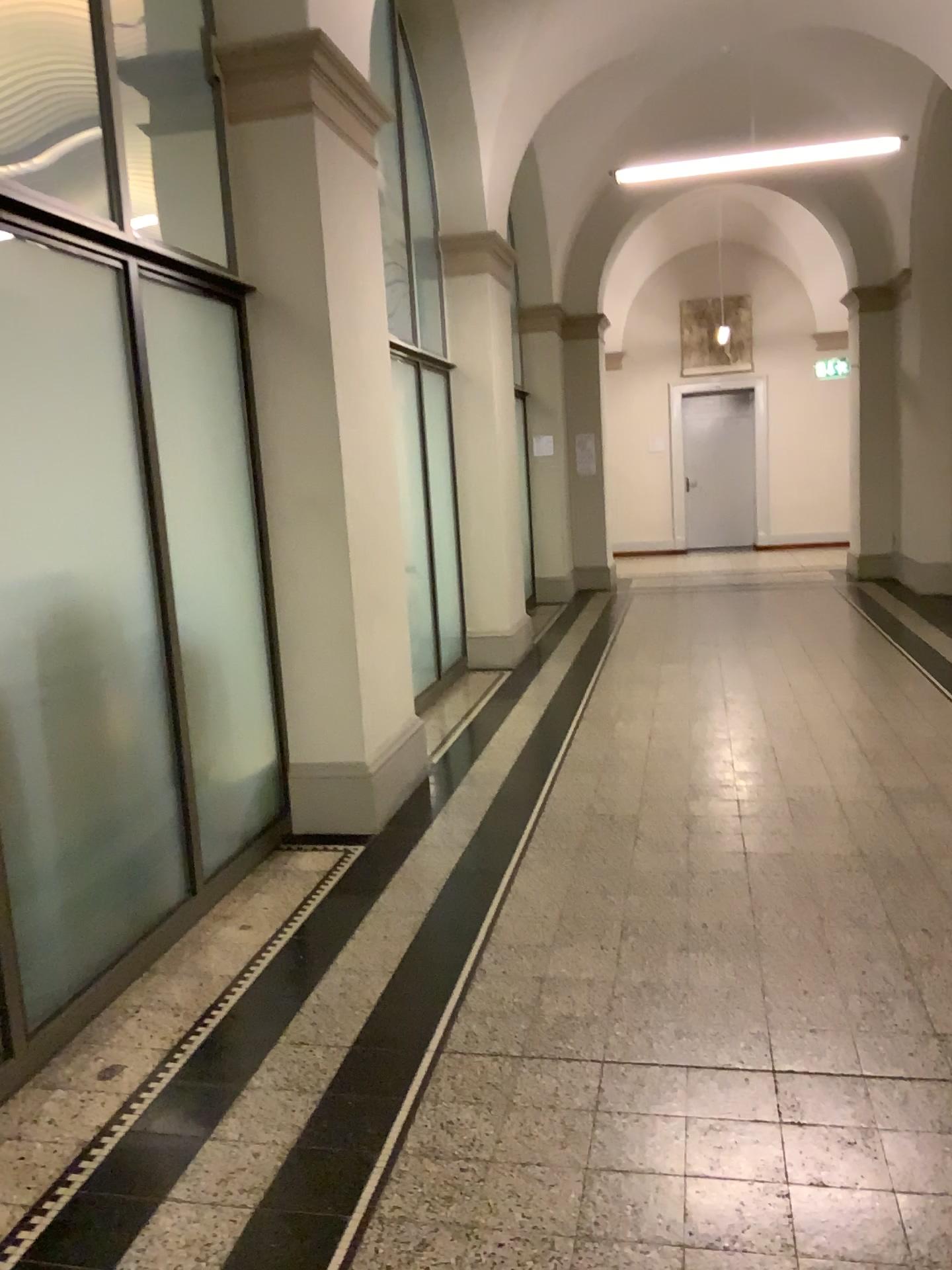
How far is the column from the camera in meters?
4.0

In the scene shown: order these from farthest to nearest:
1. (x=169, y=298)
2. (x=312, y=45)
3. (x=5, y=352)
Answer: (x=312, y=45) → (x=169, y=298) → (x=5, y=352)

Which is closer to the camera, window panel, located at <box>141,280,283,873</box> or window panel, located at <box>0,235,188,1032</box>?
window panel, located at <box>0,235,188,1032</box>

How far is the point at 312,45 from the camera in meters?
4.0 m

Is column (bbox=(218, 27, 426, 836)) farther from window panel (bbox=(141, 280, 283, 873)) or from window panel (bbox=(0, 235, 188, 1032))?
window panel (bbox=(0, 235, 188, 1032))

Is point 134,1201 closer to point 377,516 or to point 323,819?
point 323,819

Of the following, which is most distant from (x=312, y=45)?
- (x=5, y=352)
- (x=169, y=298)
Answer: (x=5, y=352)

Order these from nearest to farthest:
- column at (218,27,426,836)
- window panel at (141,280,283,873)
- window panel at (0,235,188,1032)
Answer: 1. window panel at (0,235,188,1032)
2. window panel at (141,280,283,873)
3. column at (218,27,426,836)

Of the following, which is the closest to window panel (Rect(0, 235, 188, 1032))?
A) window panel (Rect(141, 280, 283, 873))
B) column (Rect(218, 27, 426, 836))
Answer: window panel (Rect(141, 280, 283, 873))

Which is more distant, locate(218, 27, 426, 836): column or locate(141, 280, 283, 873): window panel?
locate(218, 27, 426, 836): column
